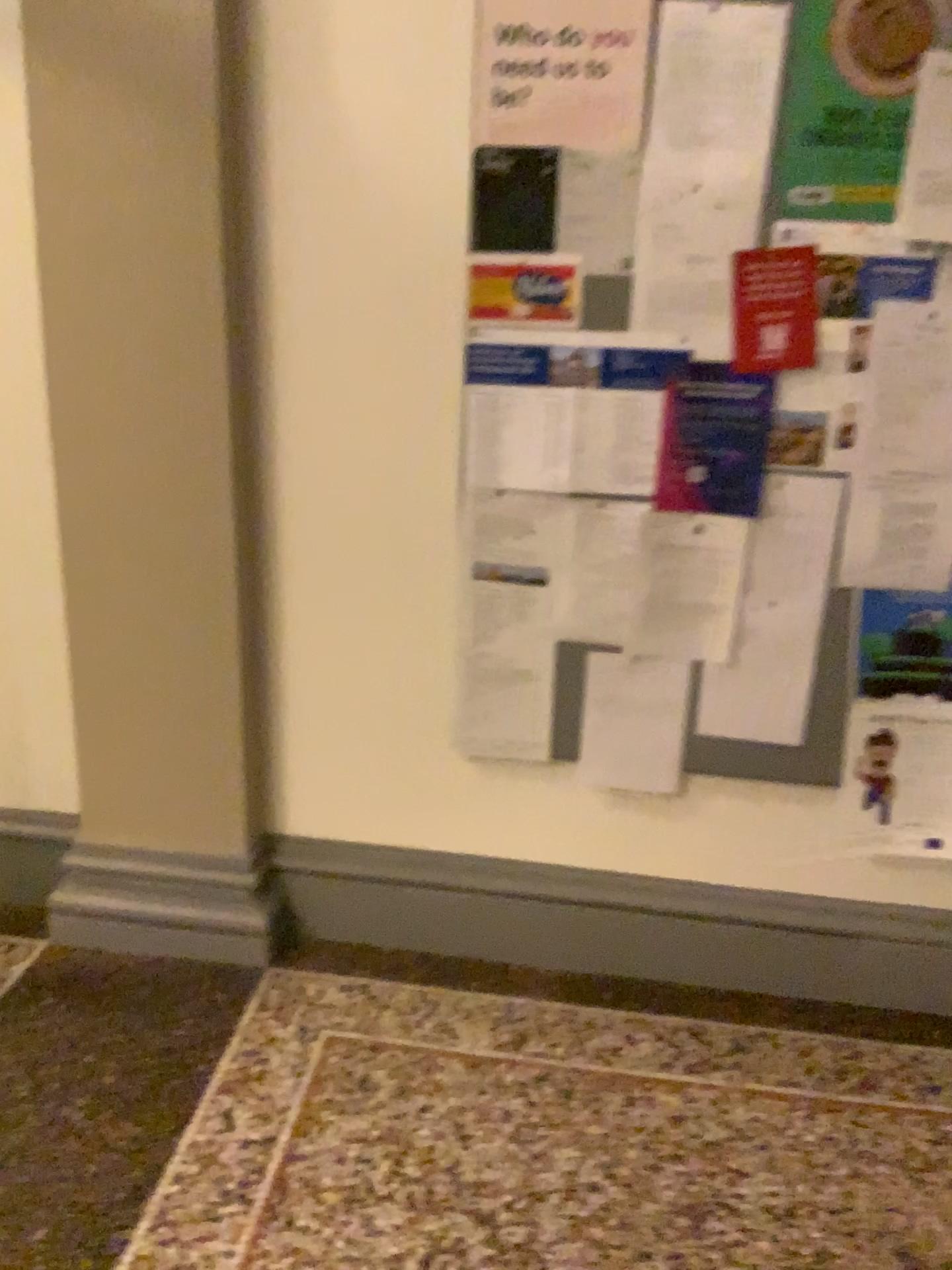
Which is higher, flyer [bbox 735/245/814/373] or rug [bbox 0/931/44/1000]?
flyer [bbox 735/245/814/373]

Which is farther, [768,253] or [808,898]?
[808,898]

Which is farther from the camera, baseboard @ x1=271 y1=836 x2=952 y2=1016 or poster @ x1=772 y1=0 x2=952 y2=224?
baseboard @ x1=271 y1=836 x2=952 y2=1016

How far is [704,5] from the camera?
1.79m

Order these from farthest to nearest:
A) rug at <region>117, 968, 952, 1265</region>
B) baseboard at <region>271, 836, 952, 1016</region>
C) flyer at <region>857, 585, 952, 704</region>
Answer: baseboard at <region>271, 836, 952, 1016</region> → flyer at <region>857, 585, 952, 704</region> → rug at <region>117, 968, 952, 1265</region>

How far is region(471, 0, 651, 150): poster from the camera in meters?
1.8 m

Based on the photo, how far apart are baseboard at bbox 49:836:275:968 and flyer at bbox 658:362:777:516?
1.19m

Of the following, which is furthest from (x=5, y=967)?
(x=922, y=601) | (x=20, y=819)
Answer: (x=922, y=601)

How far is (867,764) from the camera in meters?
2.1 m

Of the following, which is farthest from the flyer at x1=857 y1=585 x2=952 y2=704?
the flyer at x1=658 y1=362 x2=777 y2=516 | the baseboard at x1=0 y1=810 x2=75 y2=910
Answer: the baseboard at x1=0 y1=810 x2=75 y2=910
